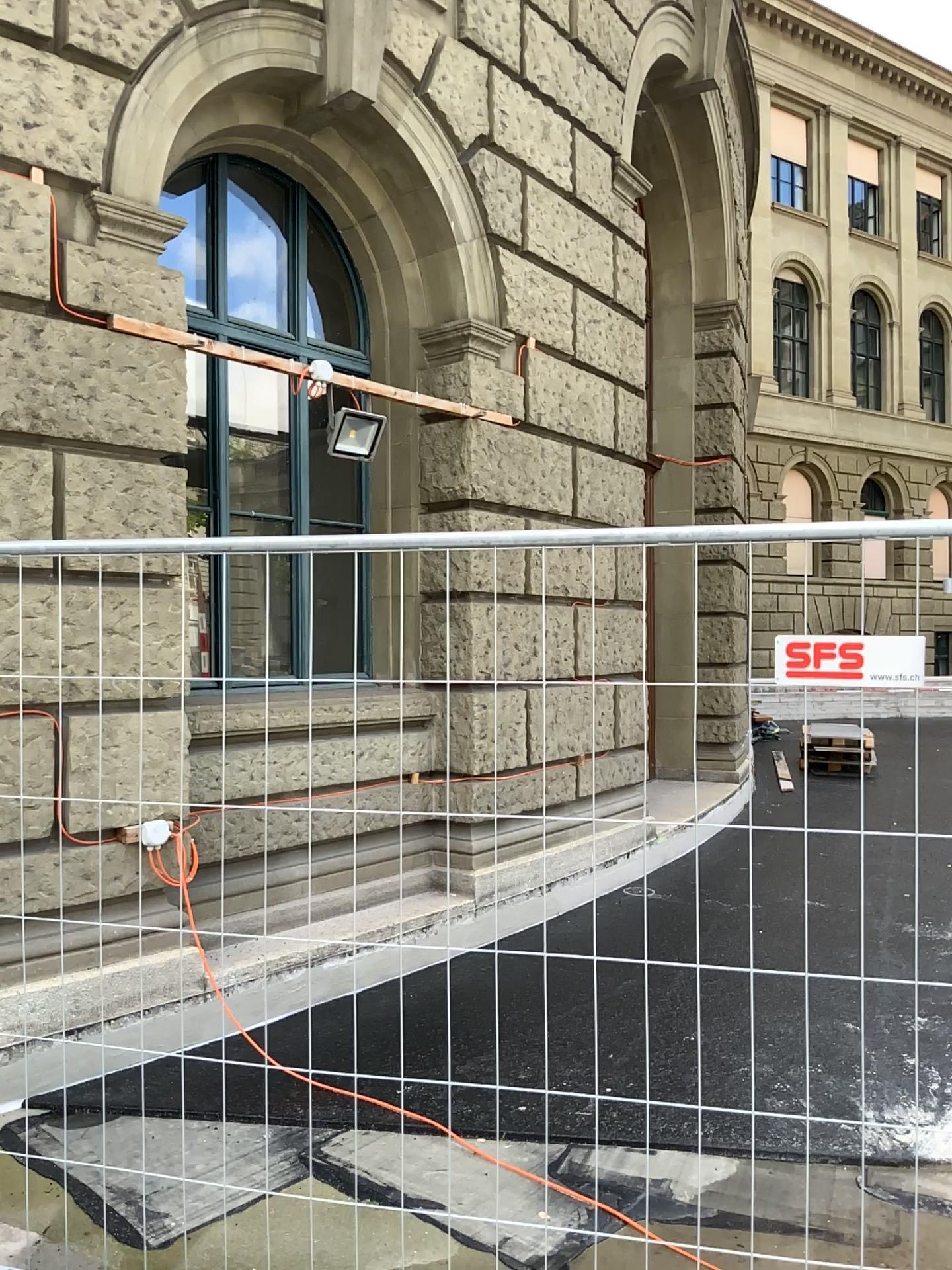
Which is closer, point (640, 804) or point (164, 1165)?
point (640, 804)
